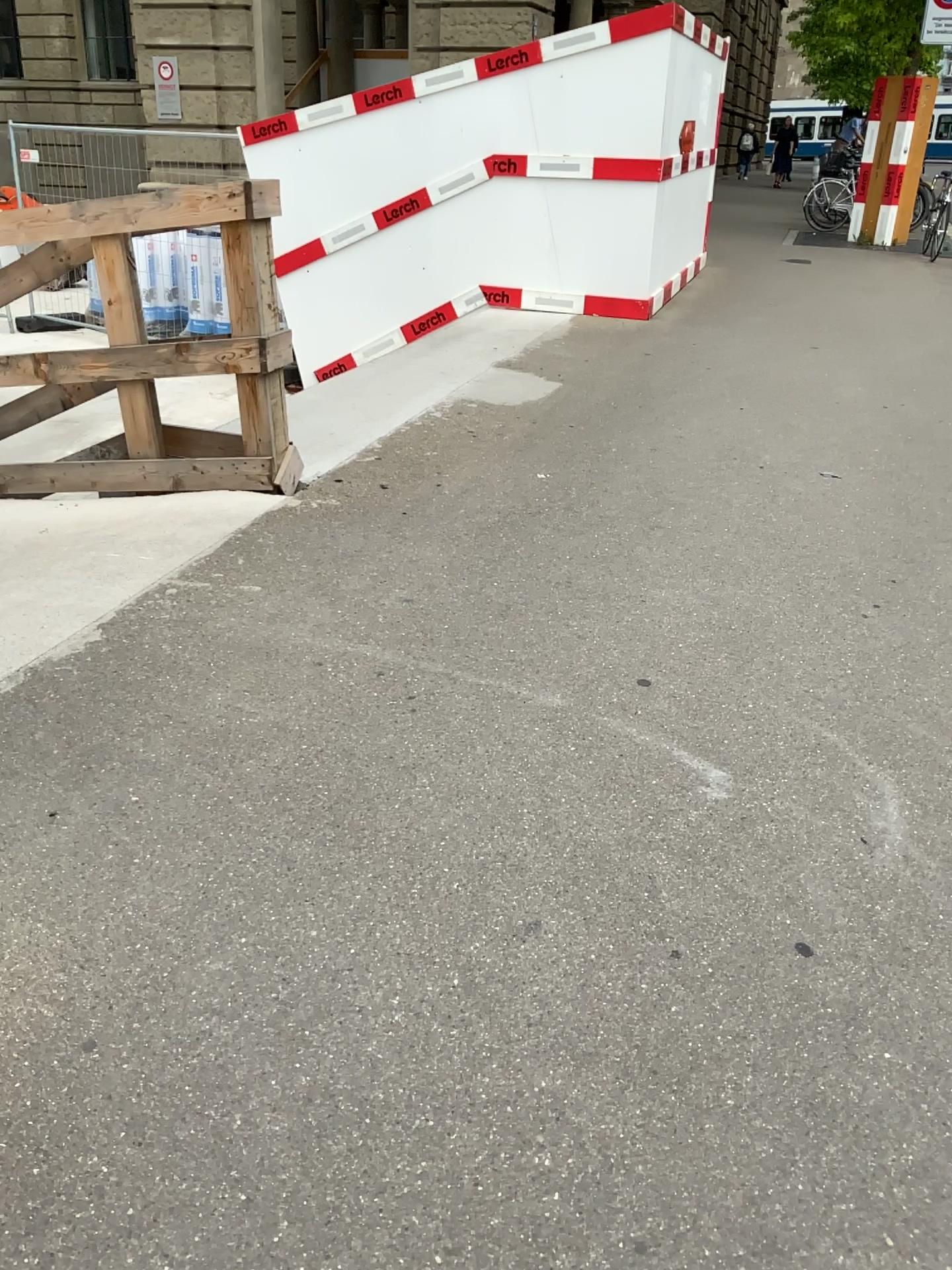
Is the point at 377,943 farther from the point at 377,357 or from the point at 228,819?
the point at 377,357
